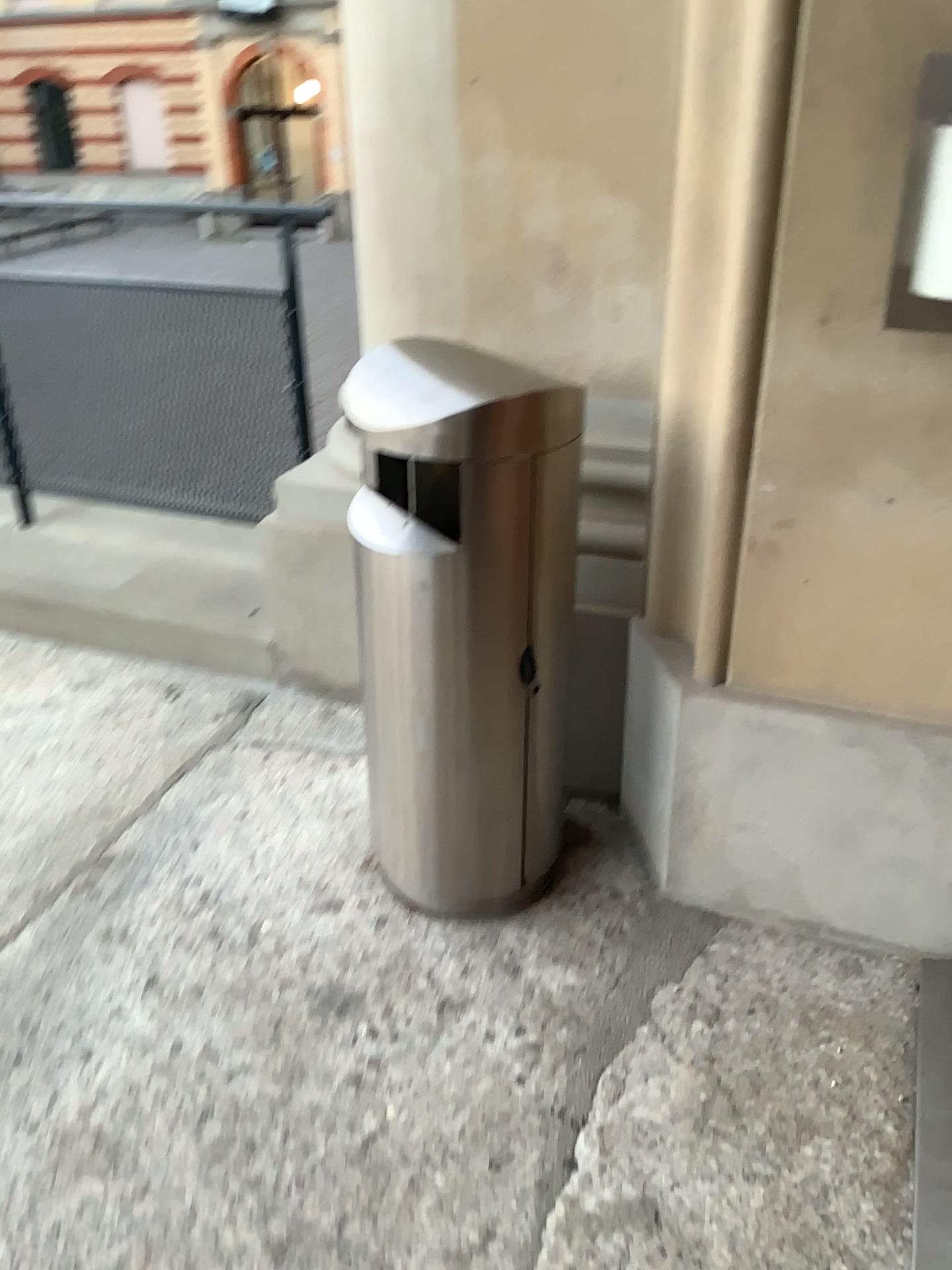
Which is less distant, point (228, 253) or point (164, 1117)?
point (164, 1117)

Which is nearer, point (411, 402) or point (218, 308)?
point (411, 402)

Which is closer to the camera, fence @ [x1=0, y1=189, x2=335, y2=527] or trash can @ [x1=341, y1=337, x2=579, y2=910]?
trash can @ [x1=341, y1=337, x2=579, y2=910]
